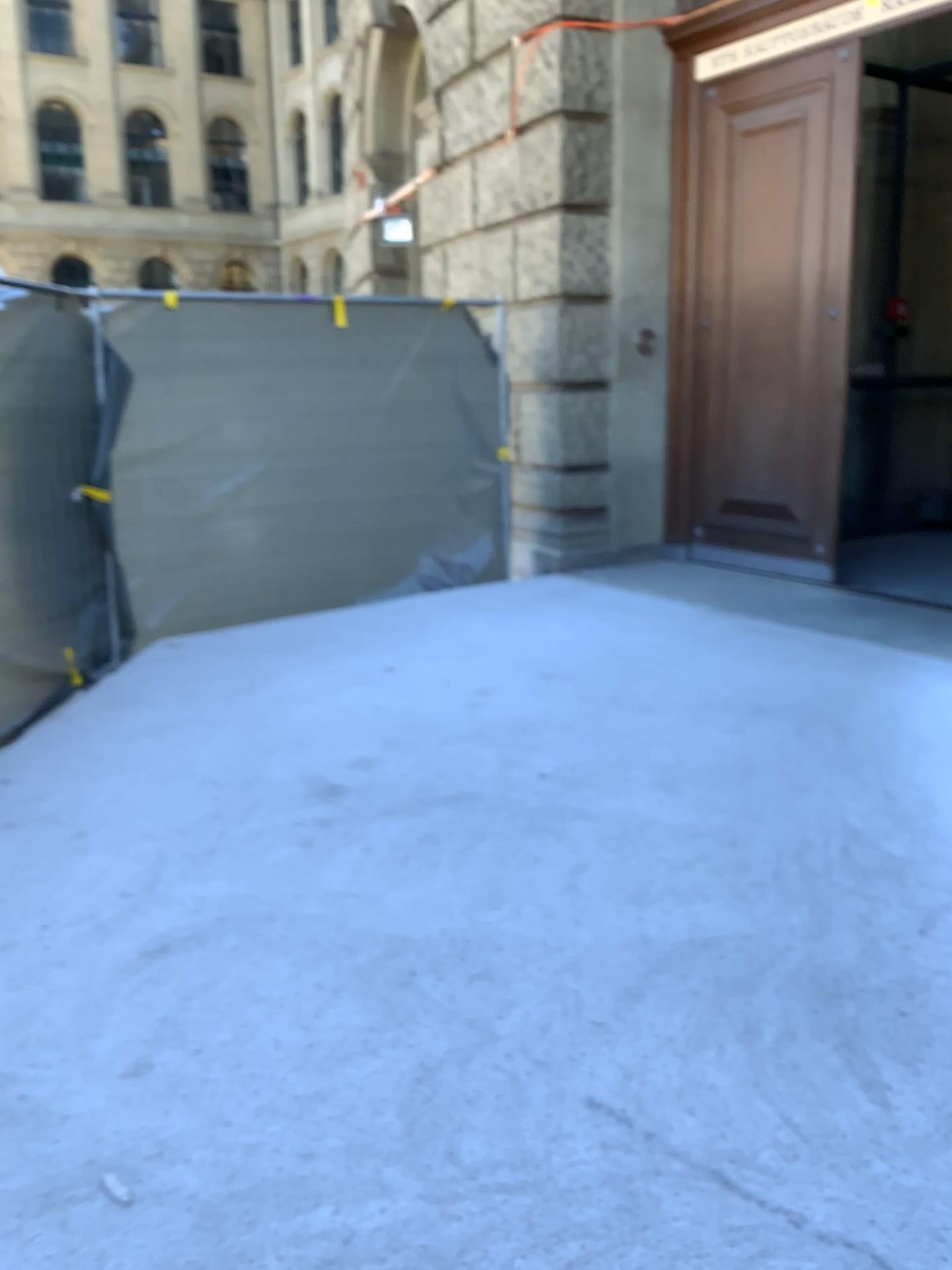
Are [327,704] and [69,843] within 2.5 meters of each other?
yes
